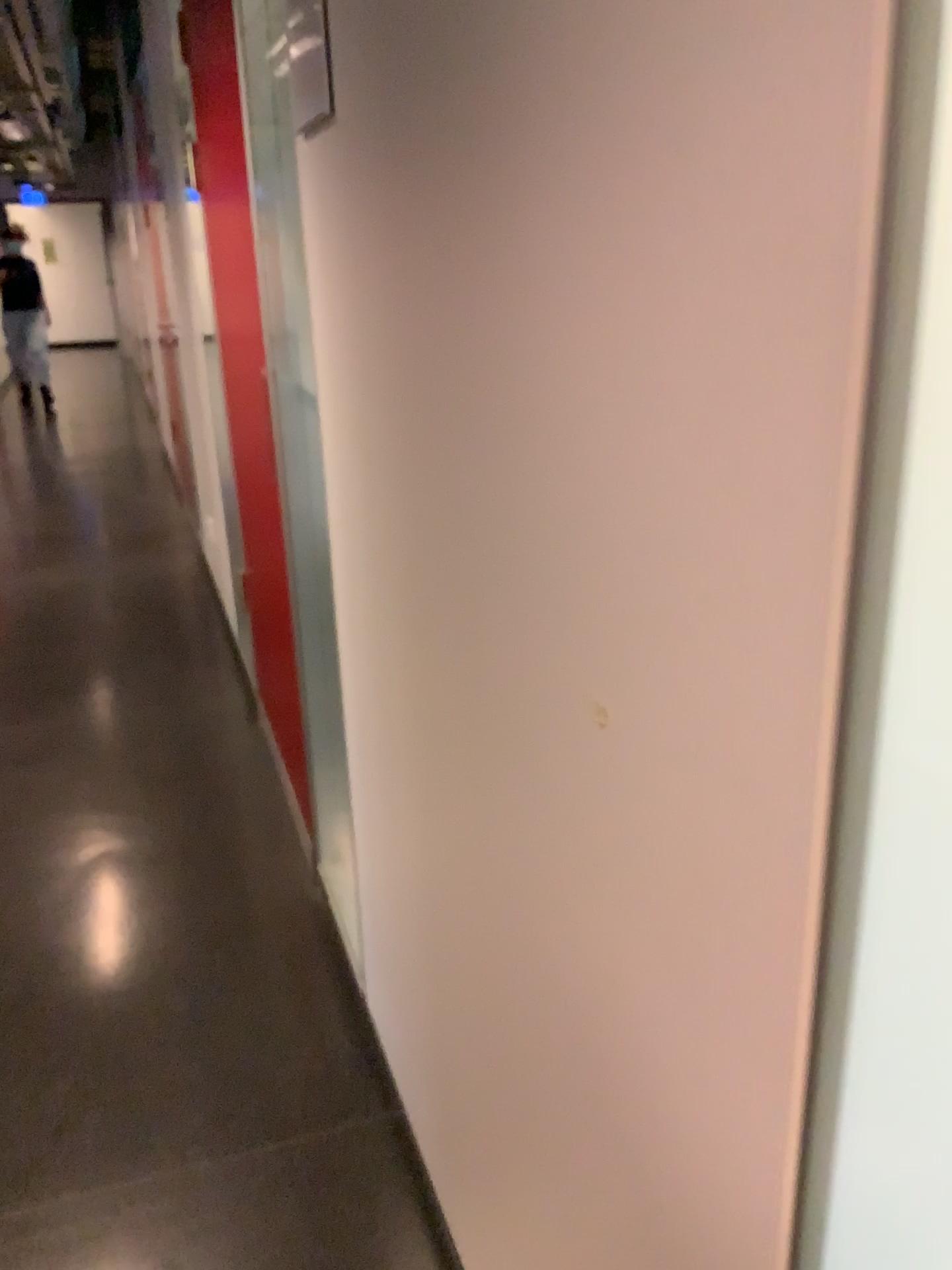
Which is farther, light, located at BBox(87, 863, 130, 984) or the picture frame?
light, located at BBox(87, 863, 130, 984)

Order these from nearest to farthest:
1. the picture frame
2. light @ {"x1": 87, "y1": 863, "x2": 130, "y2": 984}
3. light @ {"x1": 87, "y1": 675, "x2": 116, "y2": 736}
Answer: the picture frame < light @ {"x1": 87, "y1": 863, "x2": 130, "y2": 984} < light @ {"x1": 87, "y1": 675, "x2": 116, "y2": 736}

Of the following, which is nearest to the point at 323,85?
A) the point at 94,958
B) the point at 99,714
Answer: the point at 94,958

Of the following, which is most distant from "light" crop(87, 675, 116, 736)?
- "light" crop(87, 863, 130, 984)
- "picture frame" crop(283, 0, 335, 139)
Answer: "picture frame" crop(283, 0, 335, 139)

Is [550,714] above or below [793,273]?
below

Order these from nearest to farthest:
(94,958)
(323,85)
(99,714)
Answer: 1. (323,85)
2. (94,958)
3. (99,714)

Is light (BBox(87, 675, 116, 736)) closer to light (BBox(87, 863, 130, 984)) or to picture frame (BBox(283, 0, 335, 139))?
light (BBox(87, 863, 130, 984))

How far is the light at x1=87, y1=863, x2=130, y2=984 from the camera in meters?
2.2 m

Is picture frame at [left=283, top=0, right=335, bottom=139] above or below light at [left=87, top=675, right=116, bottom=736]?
above

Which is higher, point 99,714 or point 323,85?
point 323,85
